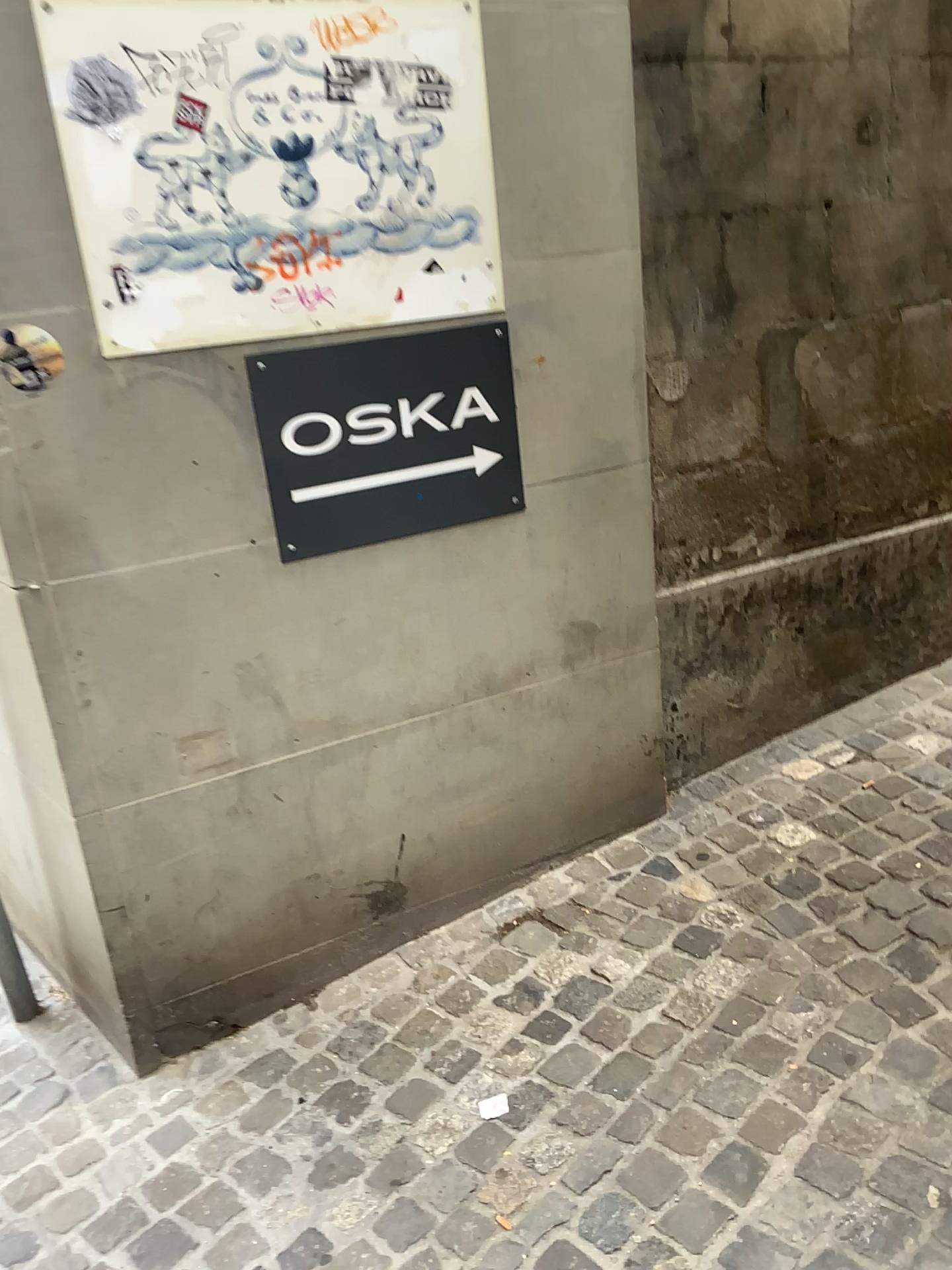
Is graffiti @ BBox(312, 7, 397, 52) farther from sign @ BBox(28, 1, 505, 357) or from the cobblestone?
the cobblestone

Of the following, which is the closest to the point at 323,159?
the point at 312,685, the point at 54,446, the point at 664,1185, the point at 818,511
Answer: the point at 54,446

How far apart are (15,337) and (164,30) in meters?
0.6 m

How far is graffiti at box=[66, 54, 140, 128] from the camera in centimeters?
173cm

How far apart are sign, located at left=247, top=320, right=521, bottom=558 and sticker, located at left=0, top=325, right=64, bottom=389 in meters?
0.4 m

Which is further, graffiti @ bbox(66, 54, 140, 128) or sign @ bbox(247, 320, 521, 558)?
sign @ bbox(247, 320, 521, 558)

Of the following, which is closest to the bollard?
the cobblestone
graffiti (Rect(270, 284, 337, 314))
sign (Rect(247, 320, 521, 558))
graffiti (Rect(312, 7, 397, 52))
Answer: the cobblestone

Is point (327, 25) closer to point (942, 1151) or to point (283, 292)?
point (283, 292)

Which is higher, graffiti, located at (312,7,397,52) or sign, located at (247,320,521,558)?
graffiti, located at (312,7,397,52)

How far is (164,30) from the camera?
1.8m
